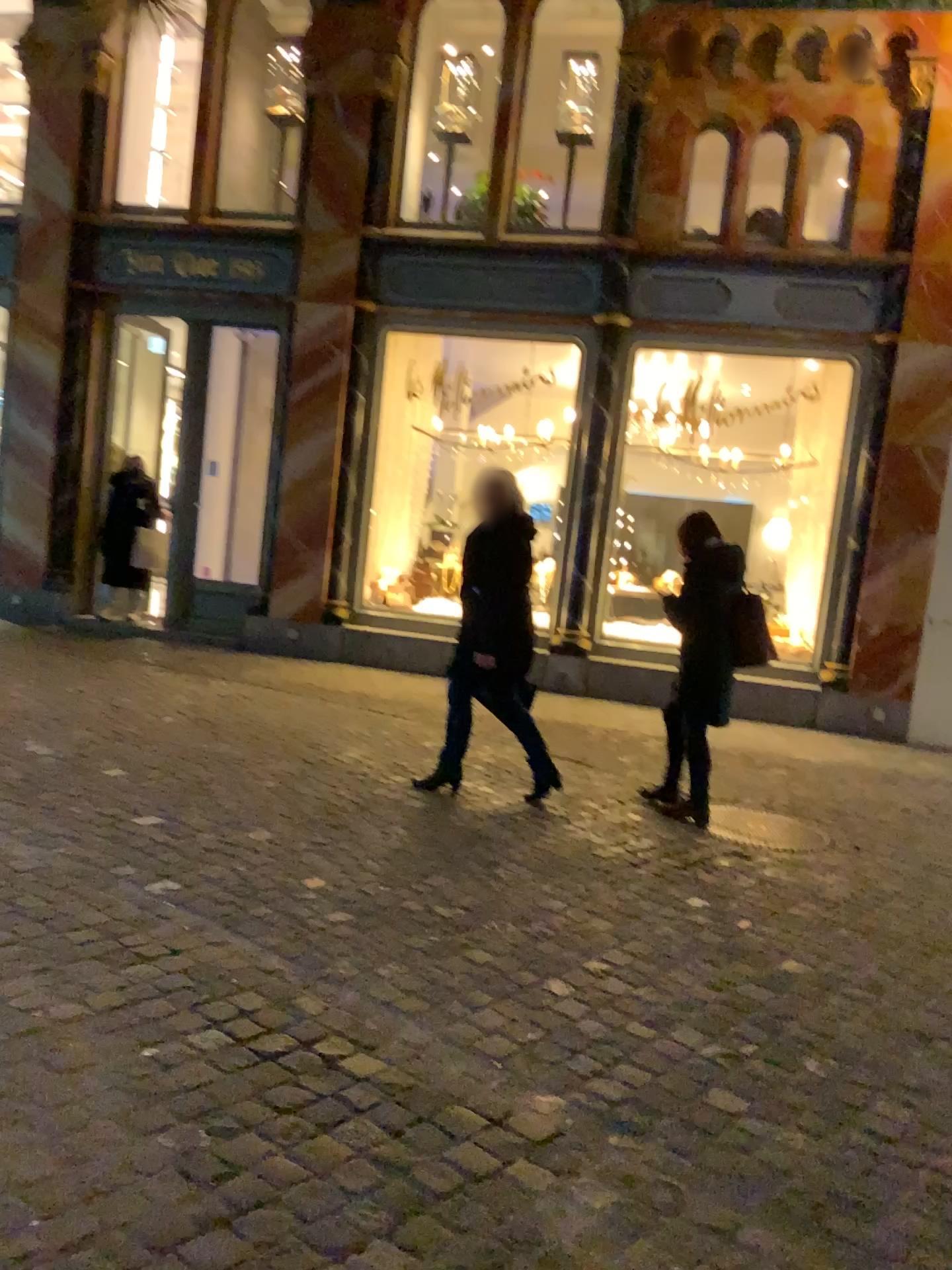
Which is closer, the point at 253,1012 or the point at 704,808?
the point at 253,1012
